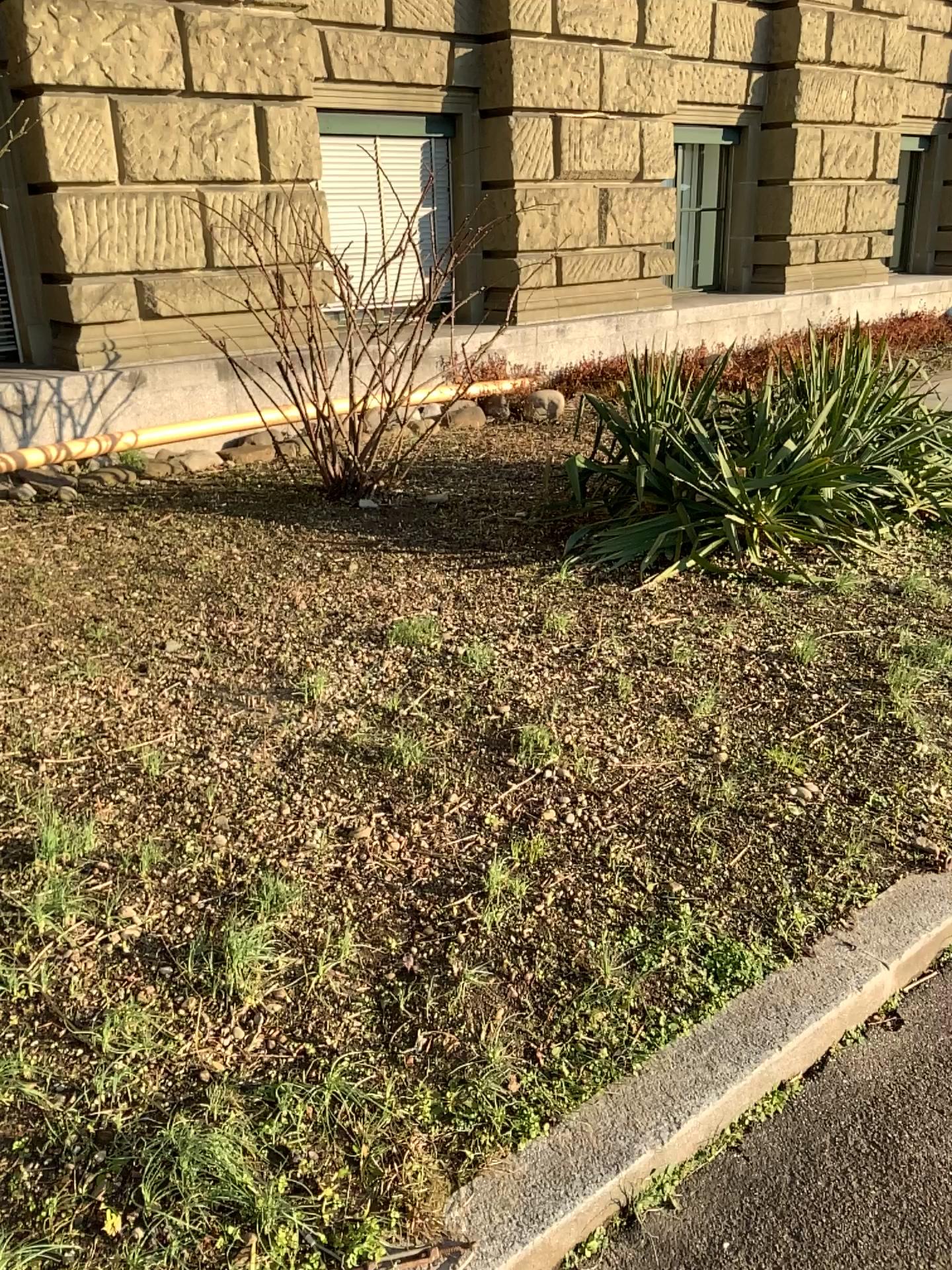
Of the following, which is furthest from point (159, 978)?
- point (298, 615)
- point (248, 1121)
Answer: point (298, 615)
